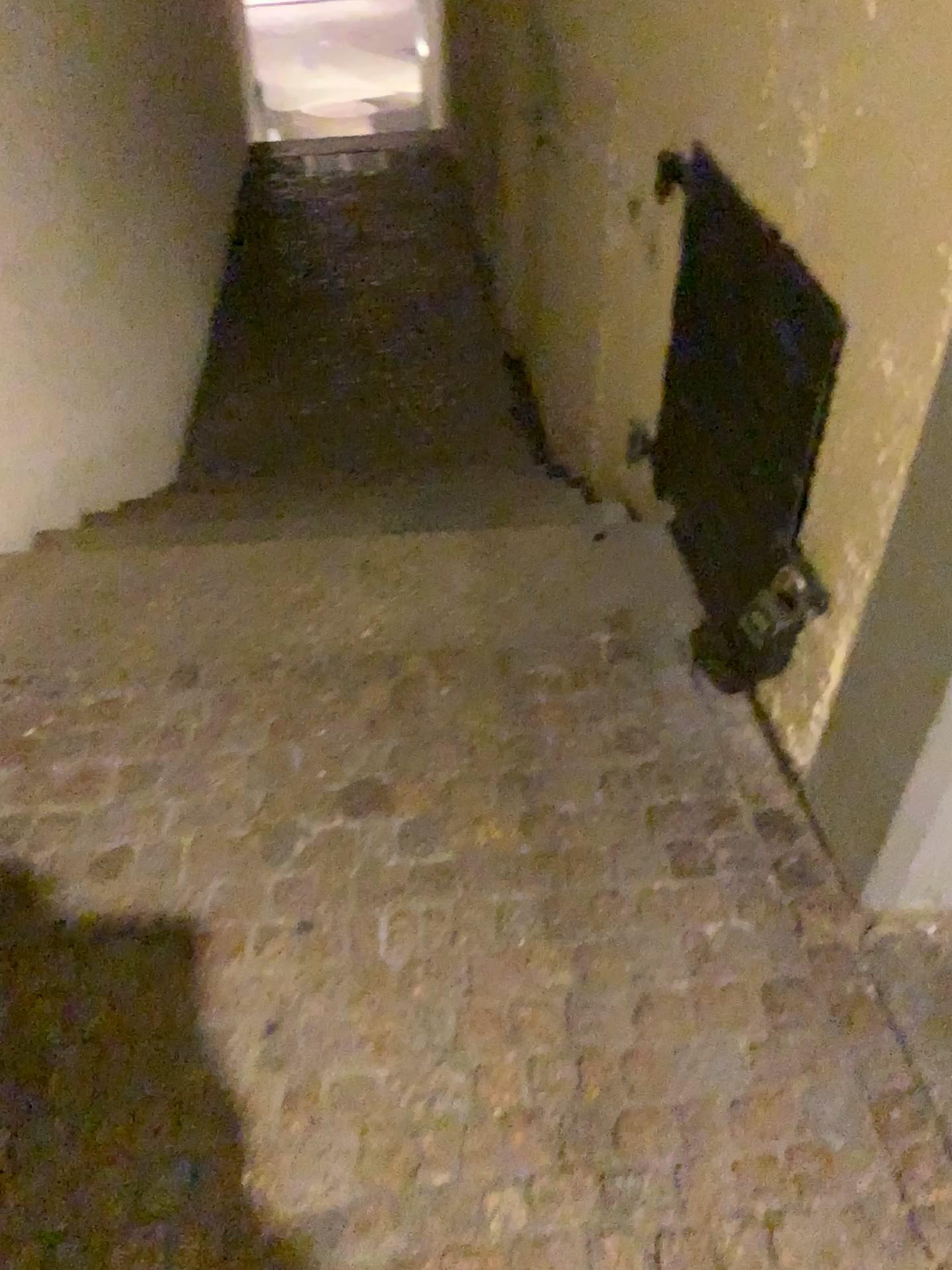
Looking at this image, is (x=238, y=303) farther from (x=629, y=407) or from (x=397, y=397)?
(x=629, y=407)

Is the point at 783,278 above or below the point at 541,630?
above
